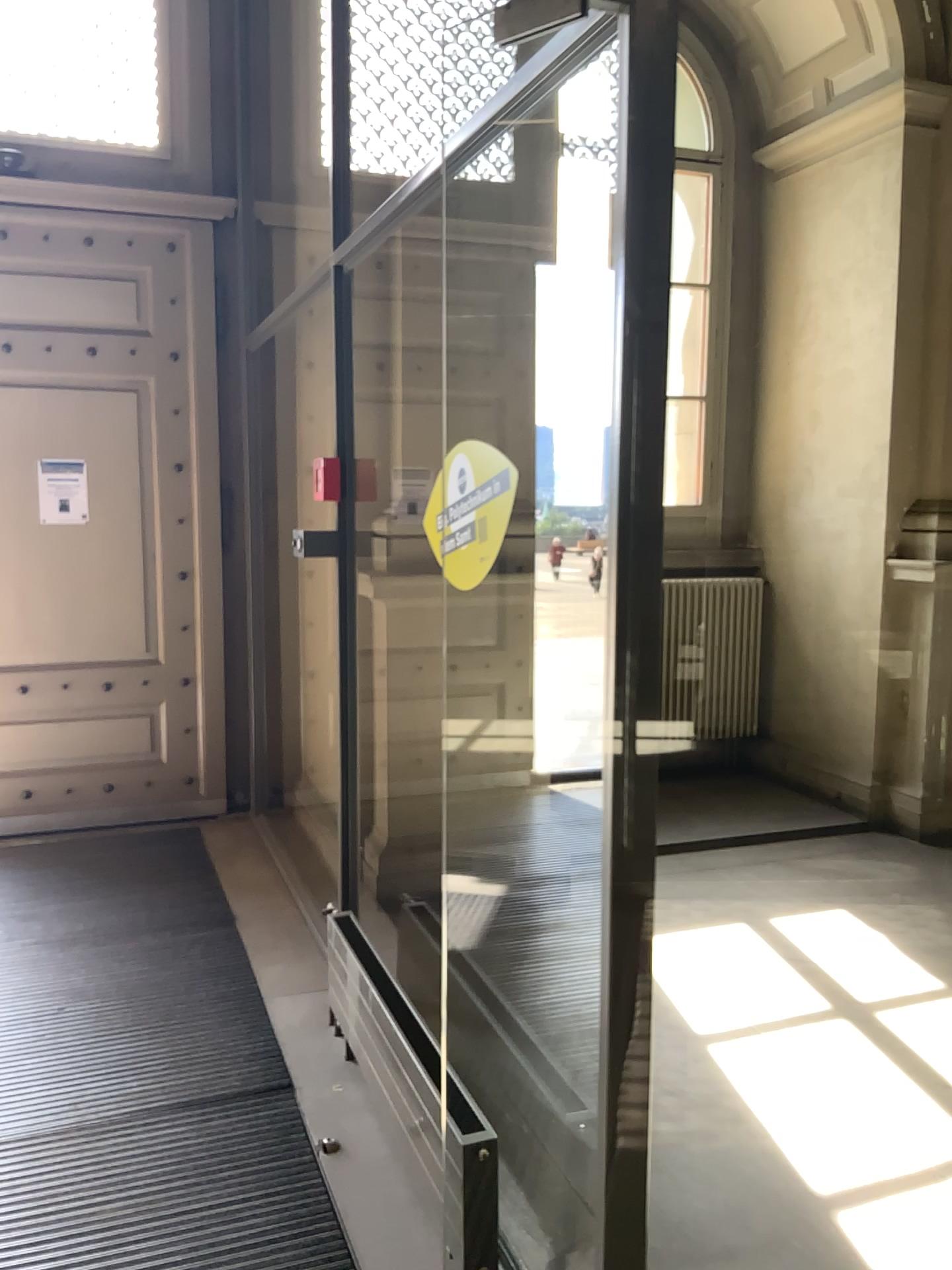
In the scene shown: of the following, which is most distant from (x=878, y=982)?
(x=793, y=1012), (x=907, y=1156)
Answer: (x=907, y=1156)

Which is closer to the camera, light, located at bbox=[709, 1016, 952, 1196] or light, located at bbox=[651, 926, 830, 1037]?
light, located at bbox=[709, 1016, 952, 1196]

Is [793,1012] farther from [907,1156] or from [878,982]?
[907,1156]

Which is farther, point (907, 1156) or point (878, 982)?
point (878, 982)

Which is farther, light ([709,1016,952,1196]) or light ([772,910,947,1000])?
light ([772,910,947,1000])

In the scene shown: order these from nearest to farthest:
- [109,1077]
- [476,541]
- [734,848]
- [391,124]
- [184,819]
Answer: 1. [476,541]
2. [109,1077]
3. [391,124]
4. [734,848]
5. [184,819]
